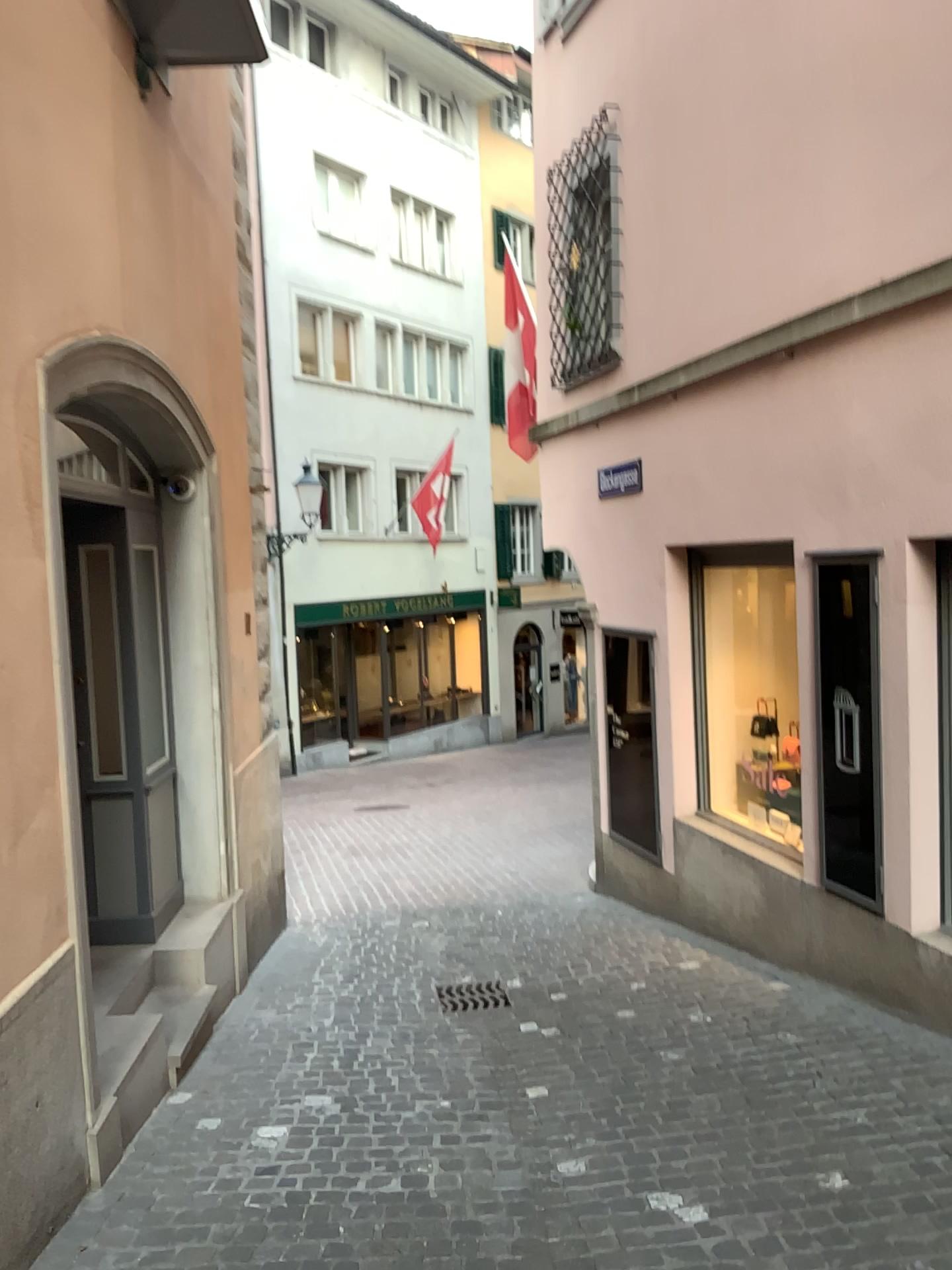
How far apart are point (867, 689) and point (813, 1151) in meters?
2.1

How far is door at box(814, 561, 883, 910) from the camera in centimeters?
478cm

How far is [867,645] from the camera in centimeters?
478cm
